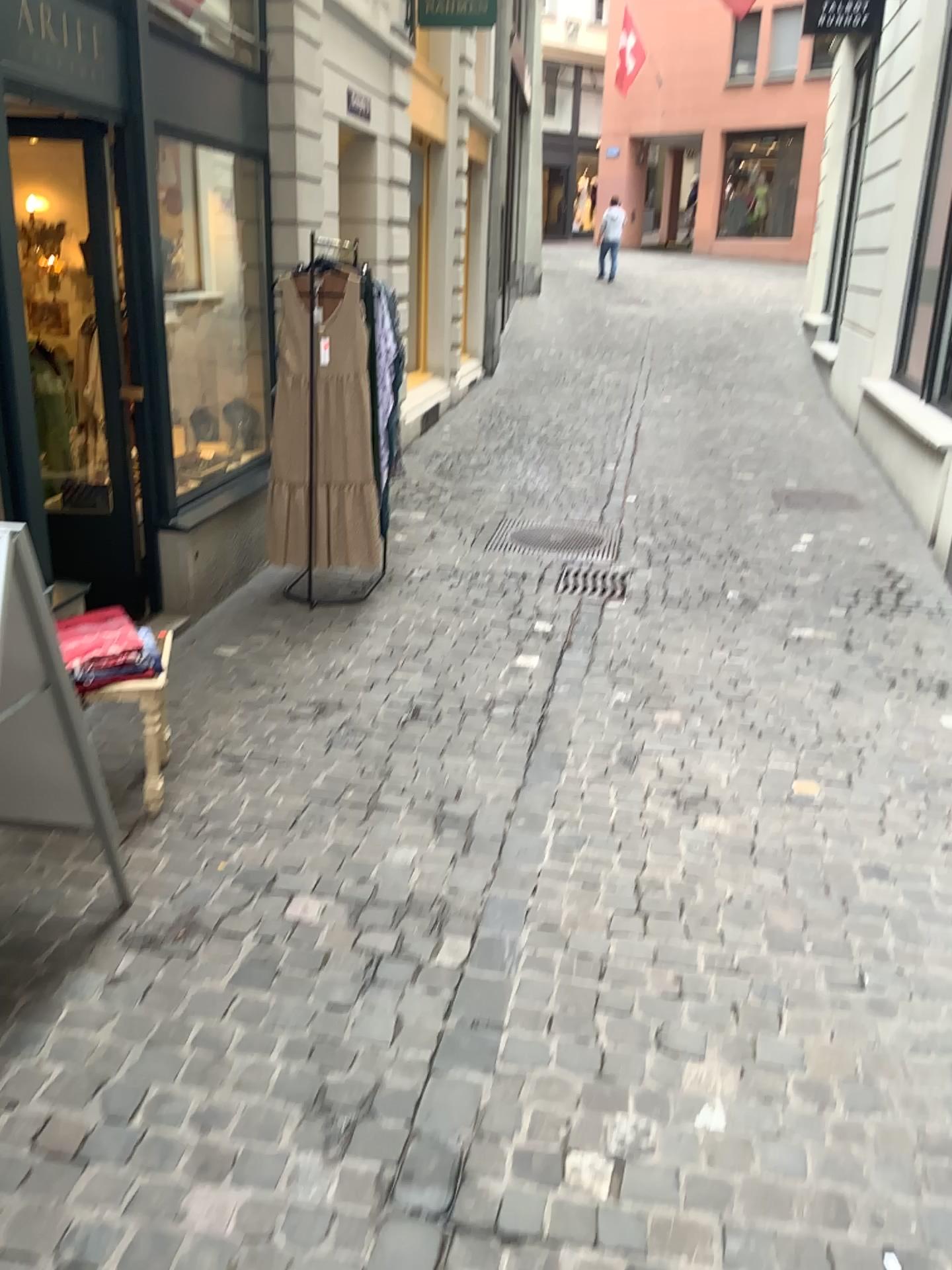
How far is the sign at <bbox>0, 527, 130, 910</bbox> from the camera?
2.2 meters

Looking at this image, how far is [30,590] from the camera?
2.2m

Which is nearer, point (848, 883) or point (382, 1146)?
point (382, 1146)
